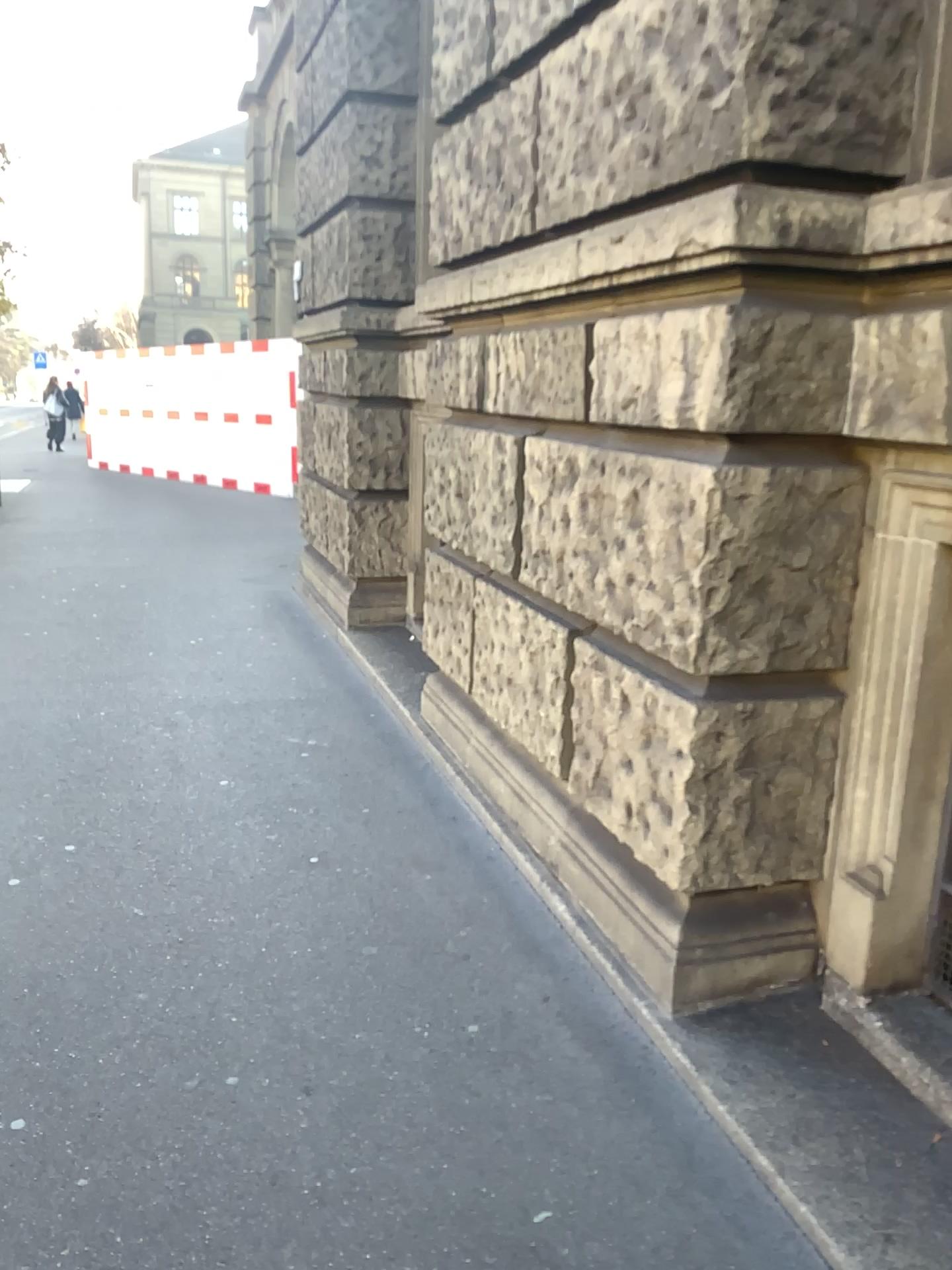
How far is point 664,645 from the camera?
2.37m
